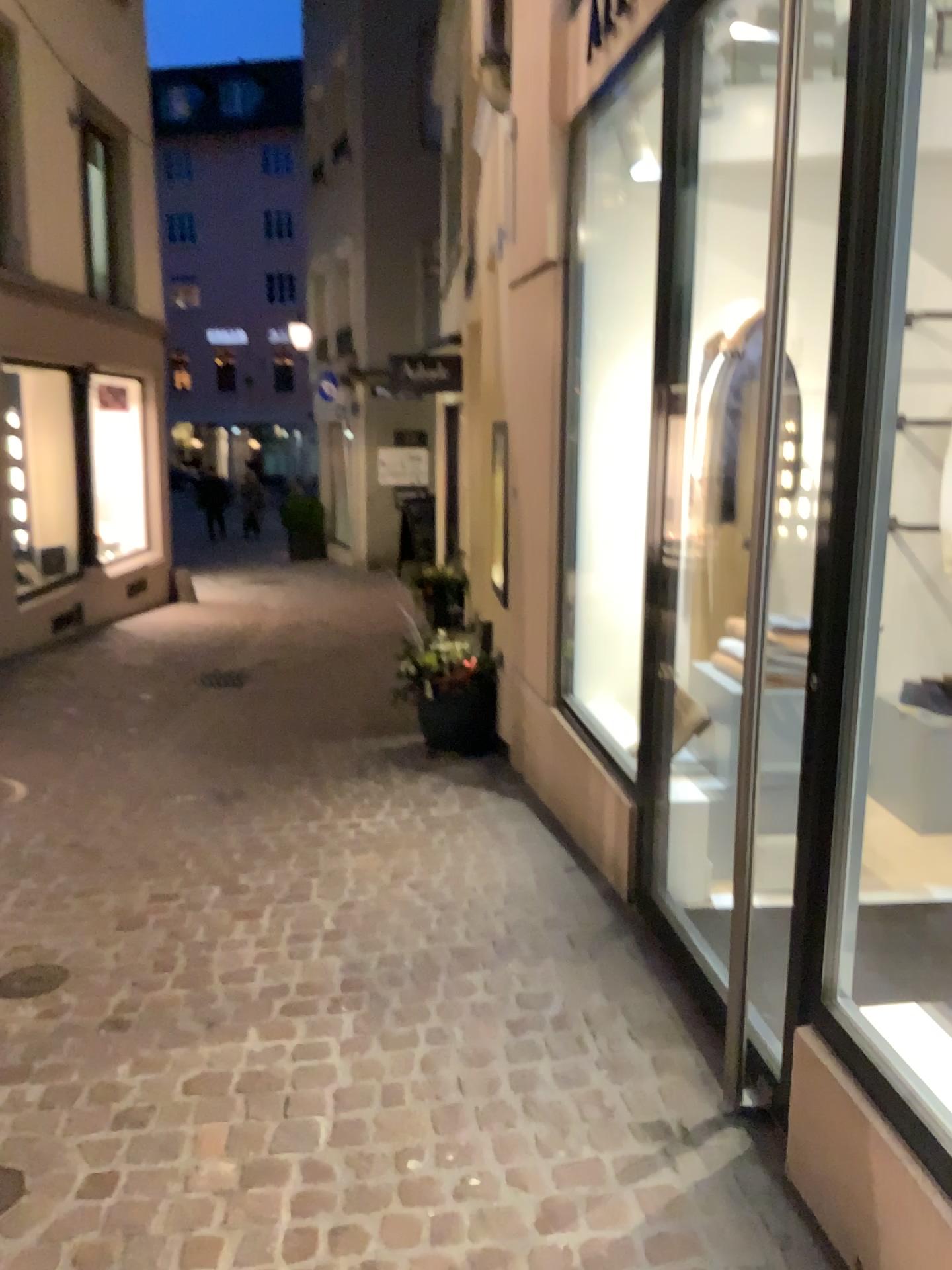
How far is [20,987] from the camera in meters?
2.9

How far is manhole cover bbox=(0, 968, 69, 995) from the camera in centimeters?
292cm

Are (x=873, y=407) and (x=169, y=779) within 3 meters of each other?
no
